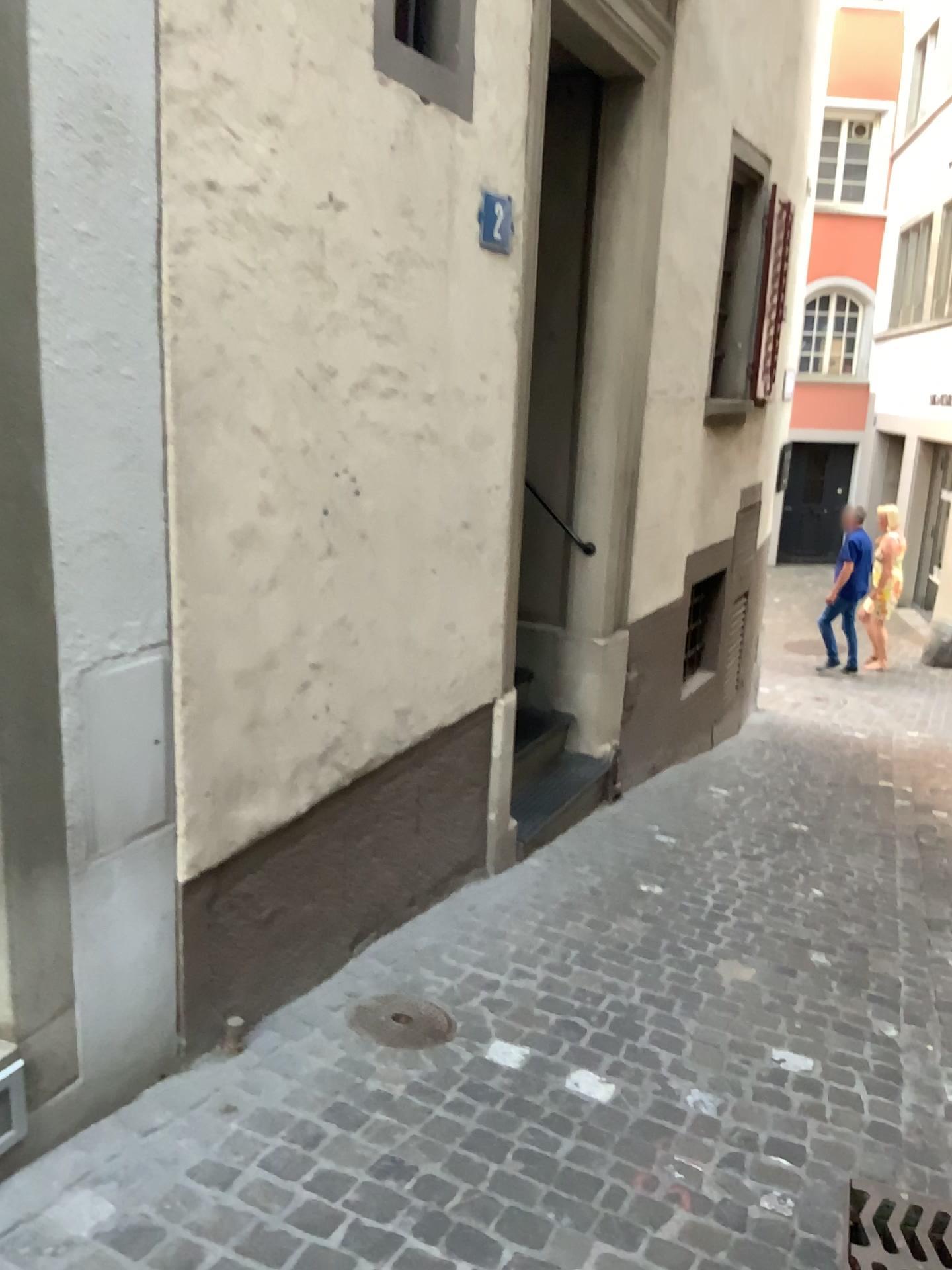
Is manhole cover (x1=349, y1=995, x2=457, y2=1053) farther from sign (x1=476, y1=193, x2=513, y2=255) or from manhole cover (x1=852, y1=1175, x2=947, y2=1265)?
sign (x1=476, y1=193, x2=513, y2=255)

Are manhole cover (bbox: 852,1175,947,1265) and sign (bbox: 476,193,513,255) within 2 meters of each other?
no

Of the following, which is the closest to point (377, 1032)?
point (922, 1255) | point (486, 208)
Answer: point (922, 1255)

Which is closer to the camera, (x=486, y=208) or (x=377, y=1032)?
(x=377, y=1032)

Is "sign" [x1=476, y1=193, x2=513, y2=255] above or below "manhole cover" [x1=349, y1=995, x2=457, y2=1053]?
above

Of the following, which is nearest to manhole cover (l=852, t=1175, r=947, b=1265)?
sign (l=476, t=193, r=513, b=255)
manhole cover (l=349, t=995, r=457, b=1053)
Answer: manhole cover (l=349, t=995, r=457, b=1053)

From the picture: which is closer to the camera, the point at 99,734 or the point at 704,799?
the point at 99,734

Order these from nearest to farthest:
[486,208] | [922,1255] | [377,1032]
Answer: [922,1255]
[377,1032]
[486,208]

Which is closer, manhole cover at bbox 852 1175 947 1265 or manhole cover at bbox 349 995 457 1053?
manhole cover at bbox 852 1175 947 1265

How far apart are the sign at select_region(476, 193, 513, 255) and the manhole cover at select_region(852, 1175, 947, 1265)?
2.68m
